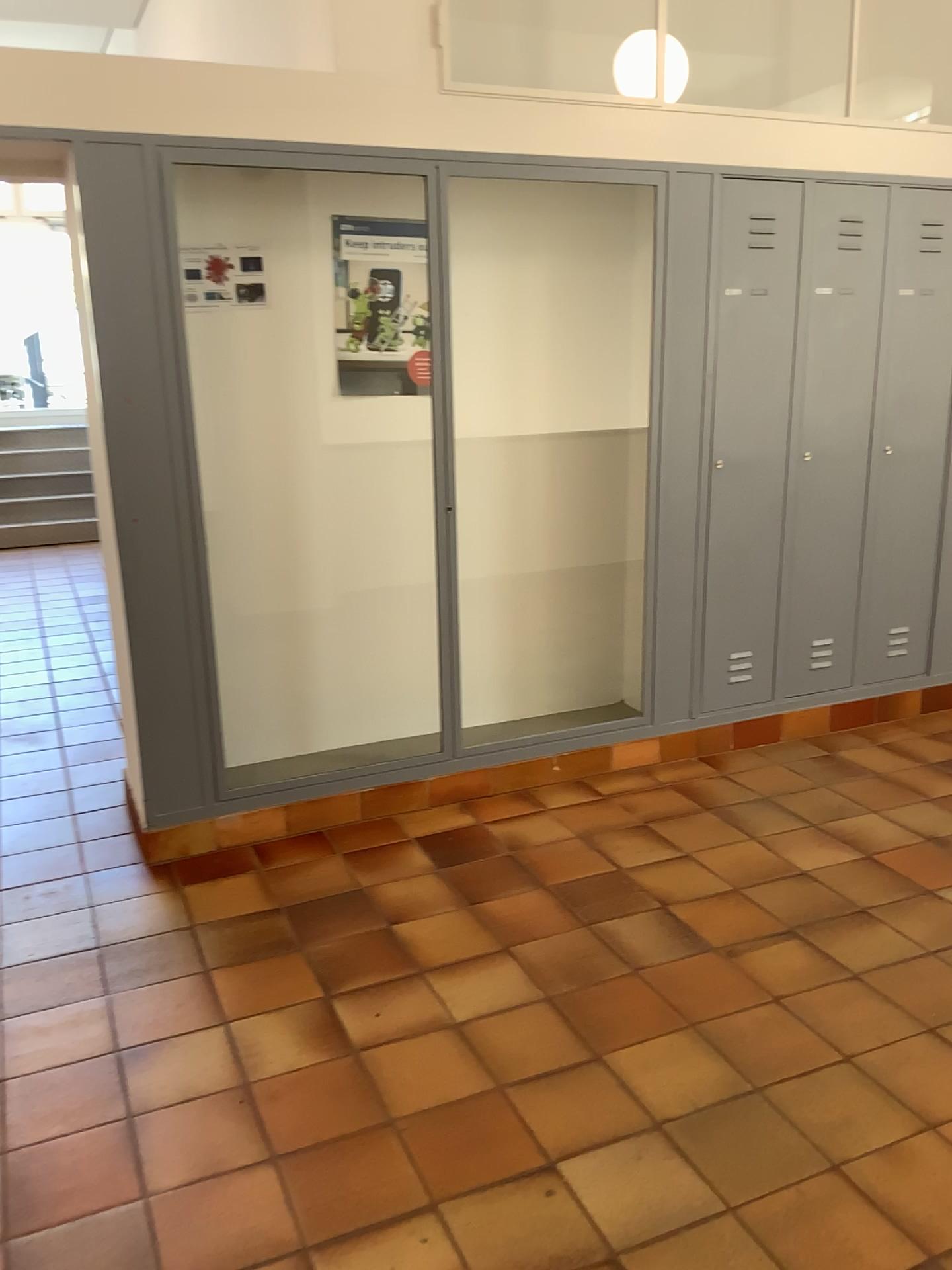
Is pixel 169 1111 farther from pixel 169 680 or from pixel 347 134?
pixel 347 134

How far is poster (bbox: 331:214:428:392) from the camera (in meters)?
3.64

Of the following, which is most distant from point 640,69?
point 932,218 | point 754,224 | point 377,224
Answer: point 932,218

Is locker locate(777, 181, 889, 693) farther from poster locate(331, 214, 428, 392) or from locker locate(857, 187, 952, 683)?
poster locate(331, 214, 428, 392)

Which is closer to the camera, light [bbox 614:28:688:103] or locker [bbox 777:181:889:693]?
Result: light [bbox 614:28:688:103]

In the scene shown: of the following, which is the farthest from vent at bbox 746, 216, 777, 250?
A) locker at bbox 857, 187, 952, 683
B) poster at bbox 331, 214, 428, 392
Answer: poster at bbox 331, 214, 428, 392

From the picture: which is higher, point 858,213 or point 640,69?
point 640,69

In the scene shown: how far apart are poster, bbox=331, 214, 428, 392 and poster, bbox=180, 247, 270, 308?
0.3m

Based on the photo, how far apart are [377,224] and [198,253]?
0.6 meters

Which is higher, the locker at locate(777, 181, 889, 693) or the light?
the light
